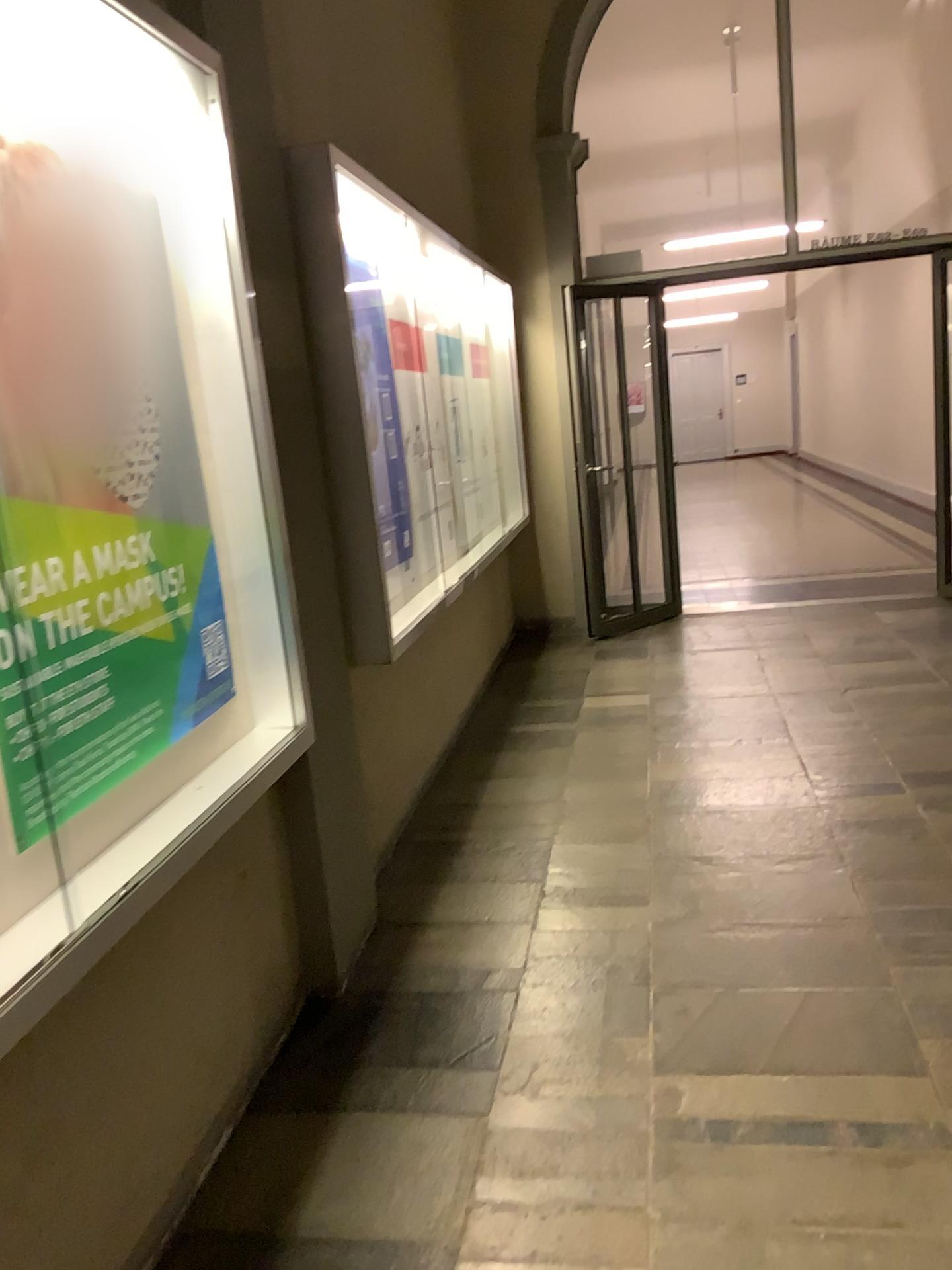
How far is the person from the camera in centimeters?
159cm

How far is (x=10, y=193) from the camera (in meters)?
1.59

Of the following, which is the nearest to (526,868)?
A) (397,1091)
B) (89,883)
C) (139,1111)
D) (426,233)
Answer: (397,1091)
